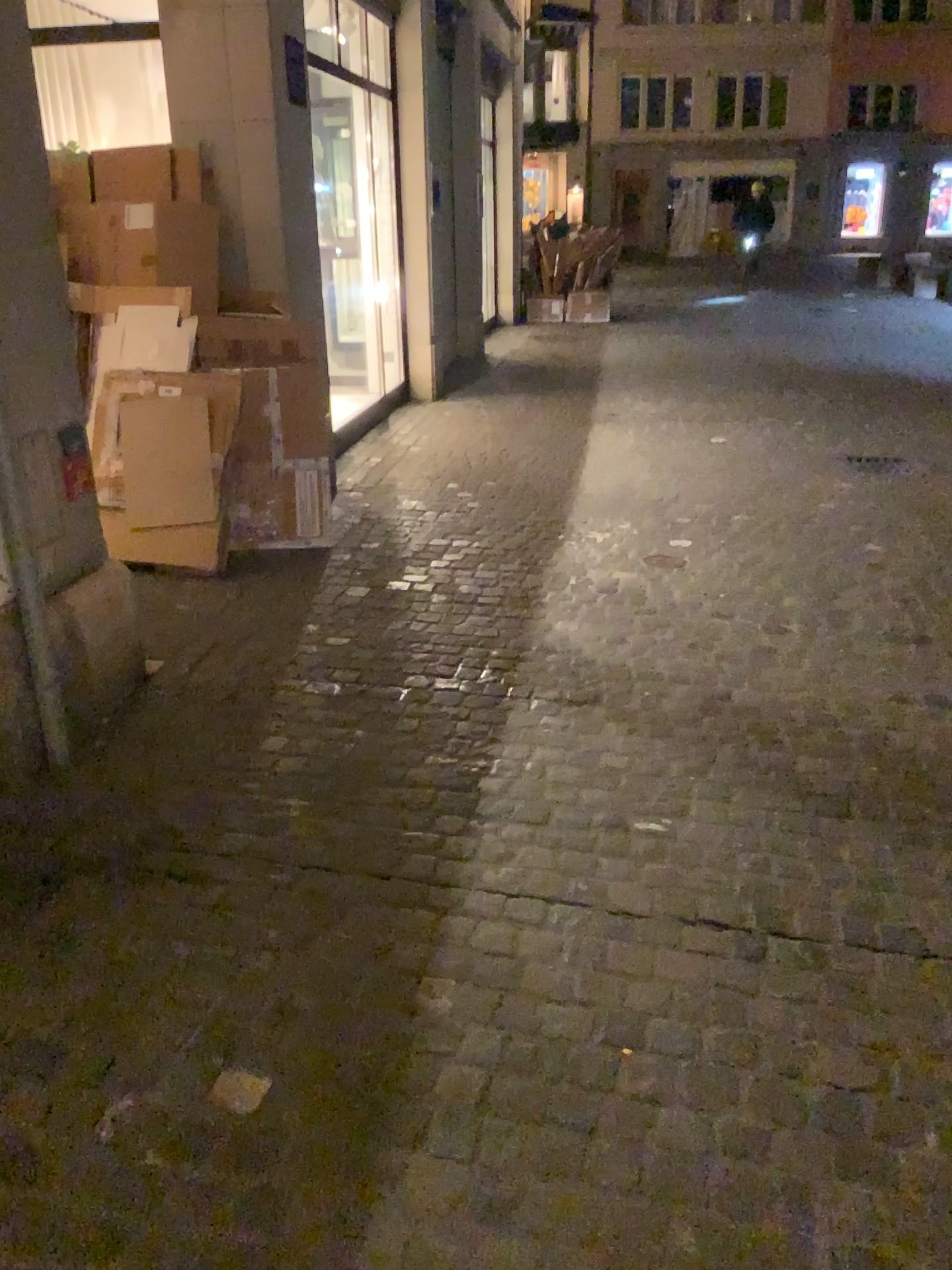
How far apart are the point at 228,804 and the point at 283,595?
1.6m
